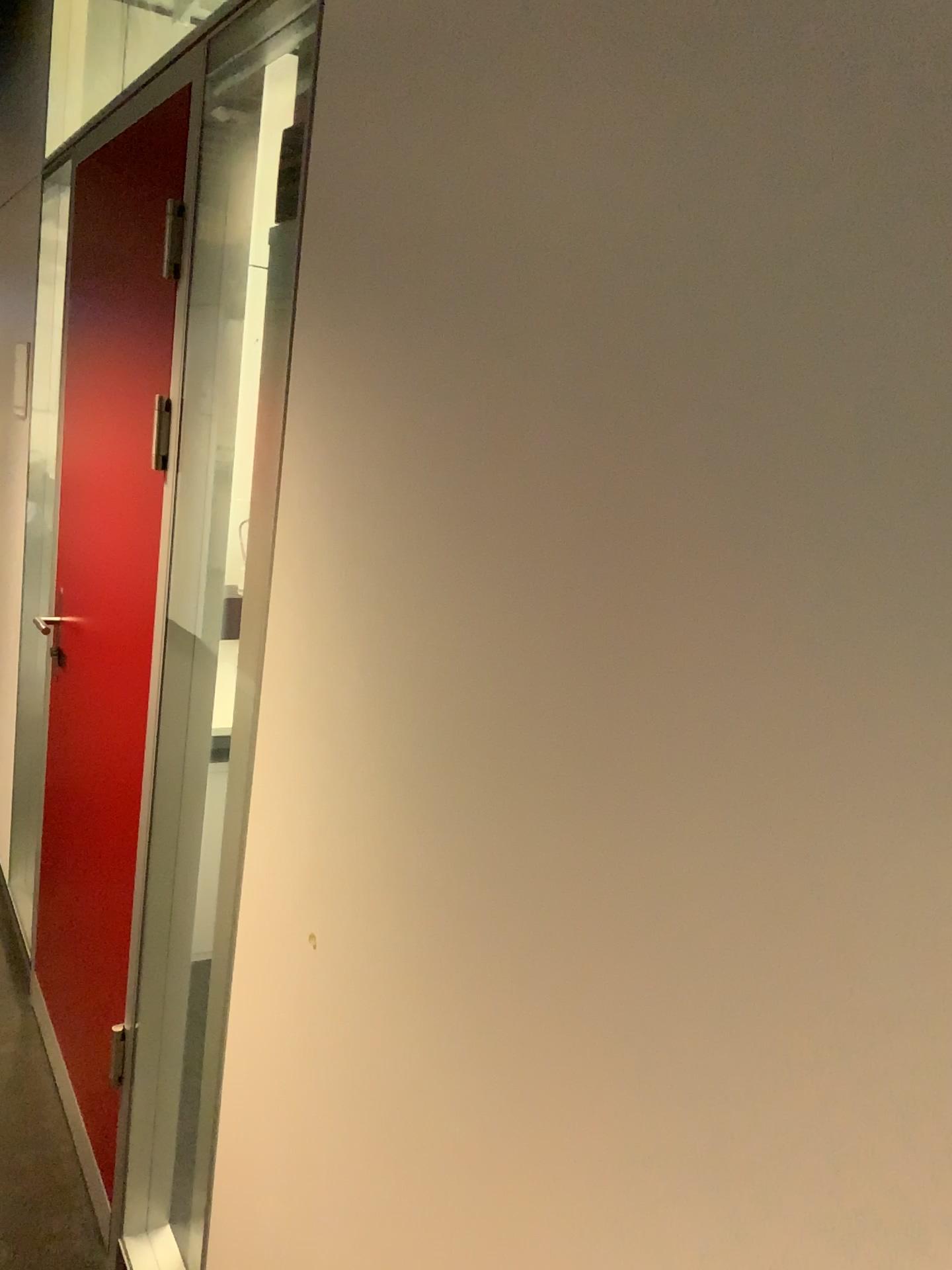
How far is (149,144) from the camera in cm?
201

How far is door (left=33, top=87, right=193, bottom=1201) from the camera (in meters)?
2.01

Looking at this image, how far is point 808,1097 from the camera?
0.6 meters

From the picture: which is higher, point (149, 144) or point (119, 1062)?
point (149, 144)
